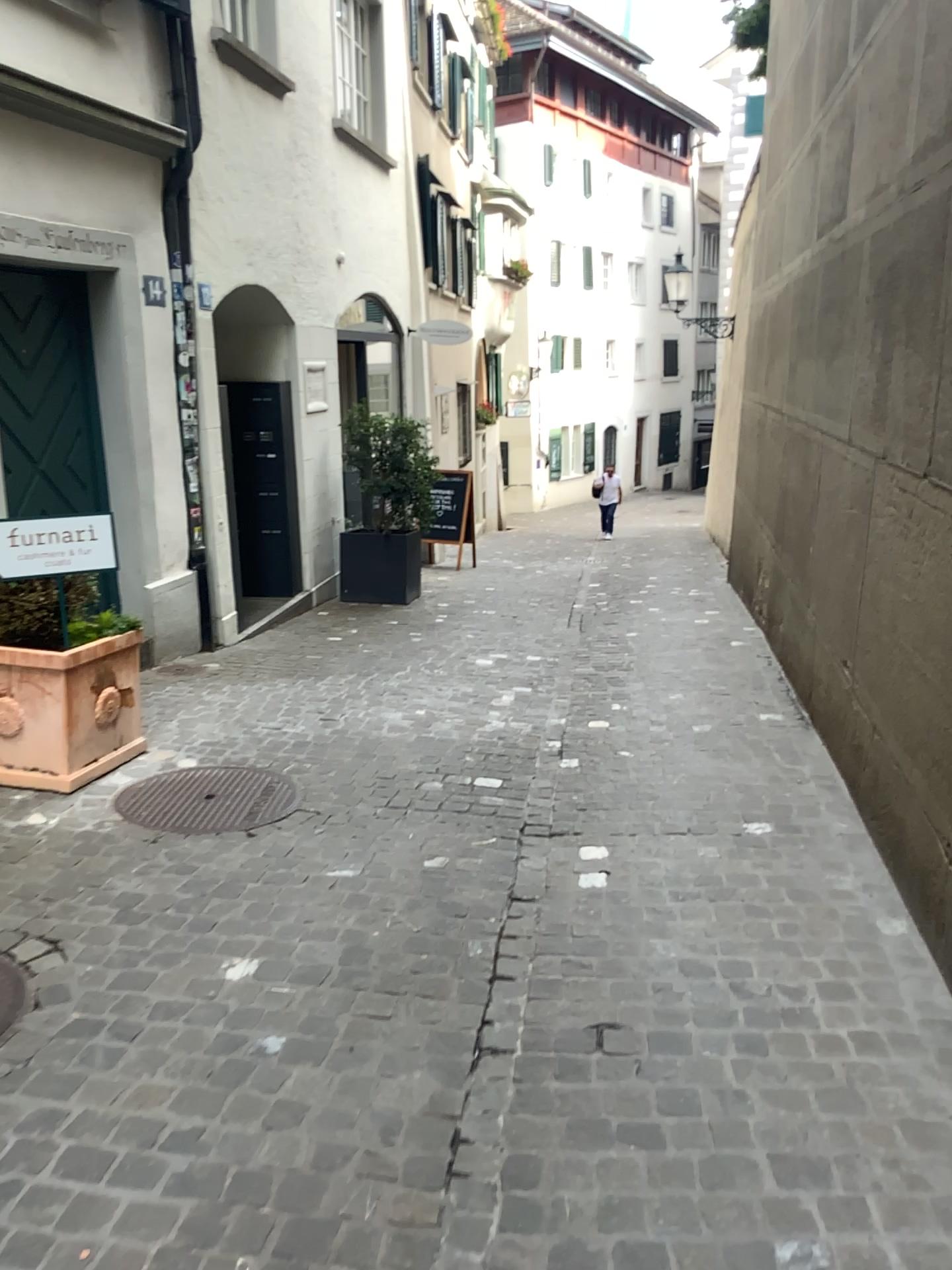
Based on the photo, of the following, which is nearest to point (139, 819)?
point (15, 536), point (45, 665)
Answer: point (45, 665)

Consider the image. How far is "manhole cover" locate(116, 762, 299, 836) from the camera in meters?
3.9

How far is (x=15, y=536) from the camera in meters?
4.0

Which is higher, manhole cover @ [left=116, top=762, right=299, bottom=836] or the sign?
the sign

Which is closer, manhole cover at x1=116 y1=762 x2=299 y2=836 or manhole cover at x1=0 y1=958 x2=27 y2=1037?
manhole cover at x1=0 y1=958 x2=27 y2=1037

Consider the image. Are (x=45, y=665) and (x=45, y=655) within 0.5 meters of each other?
yes

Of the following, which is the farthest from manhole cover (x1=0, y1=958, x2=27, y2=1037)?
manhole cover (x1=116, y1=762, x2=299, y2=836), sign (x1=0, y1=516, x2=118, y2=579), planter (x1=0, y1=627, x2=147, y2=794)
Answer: sign (x1=0, y1=516, x2=118, y2=579)

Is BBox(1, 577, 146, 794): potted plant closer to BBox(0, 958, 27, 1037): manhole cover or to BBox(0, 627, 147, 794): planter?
BBox(0, 627, 147, 794): planter

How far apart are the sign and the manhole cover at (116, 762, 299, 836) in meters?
0.9

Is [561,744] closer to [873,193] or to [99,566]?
[99,566]
